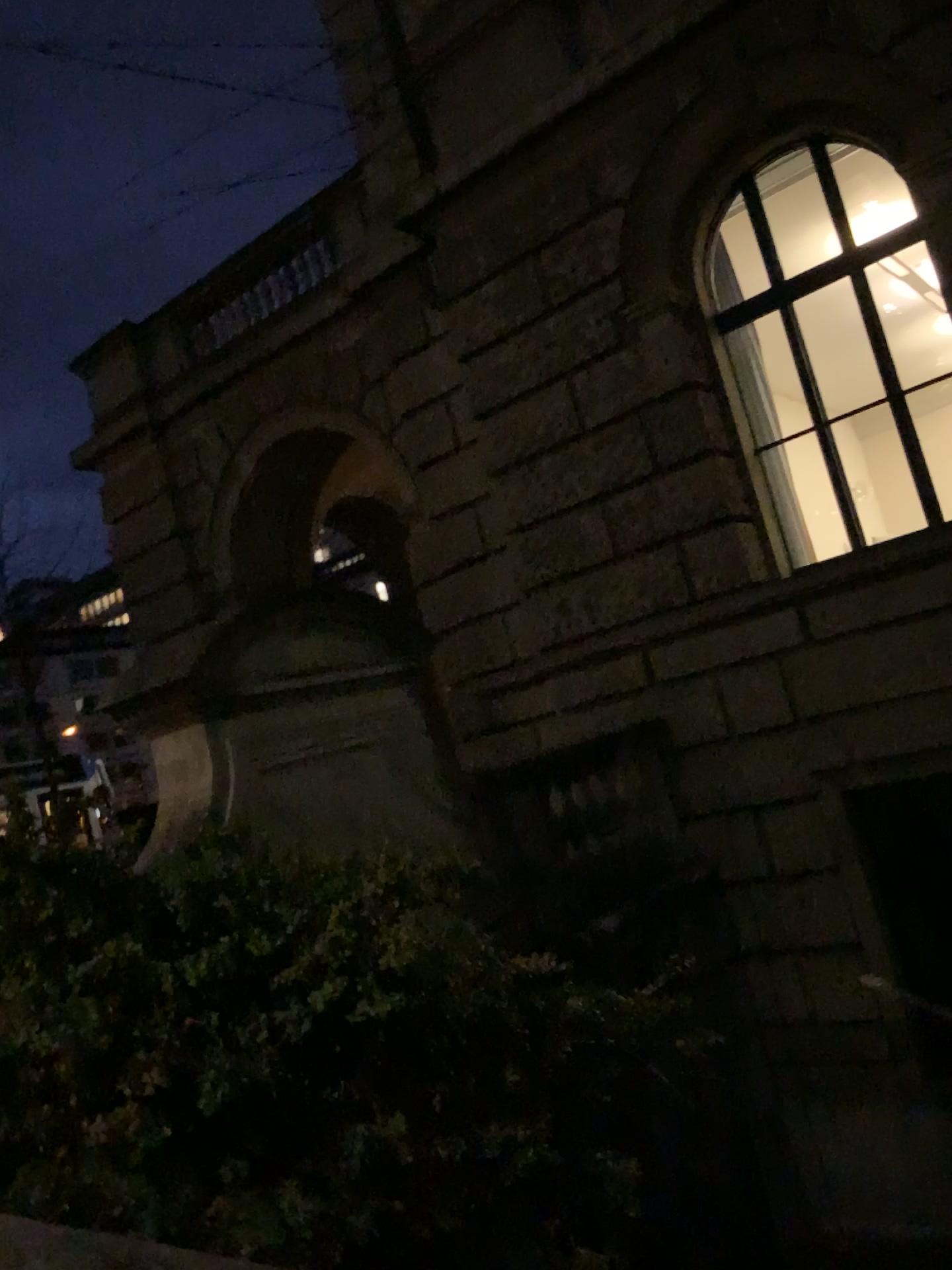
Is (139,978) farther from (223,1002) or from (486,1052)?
(486,1052)
